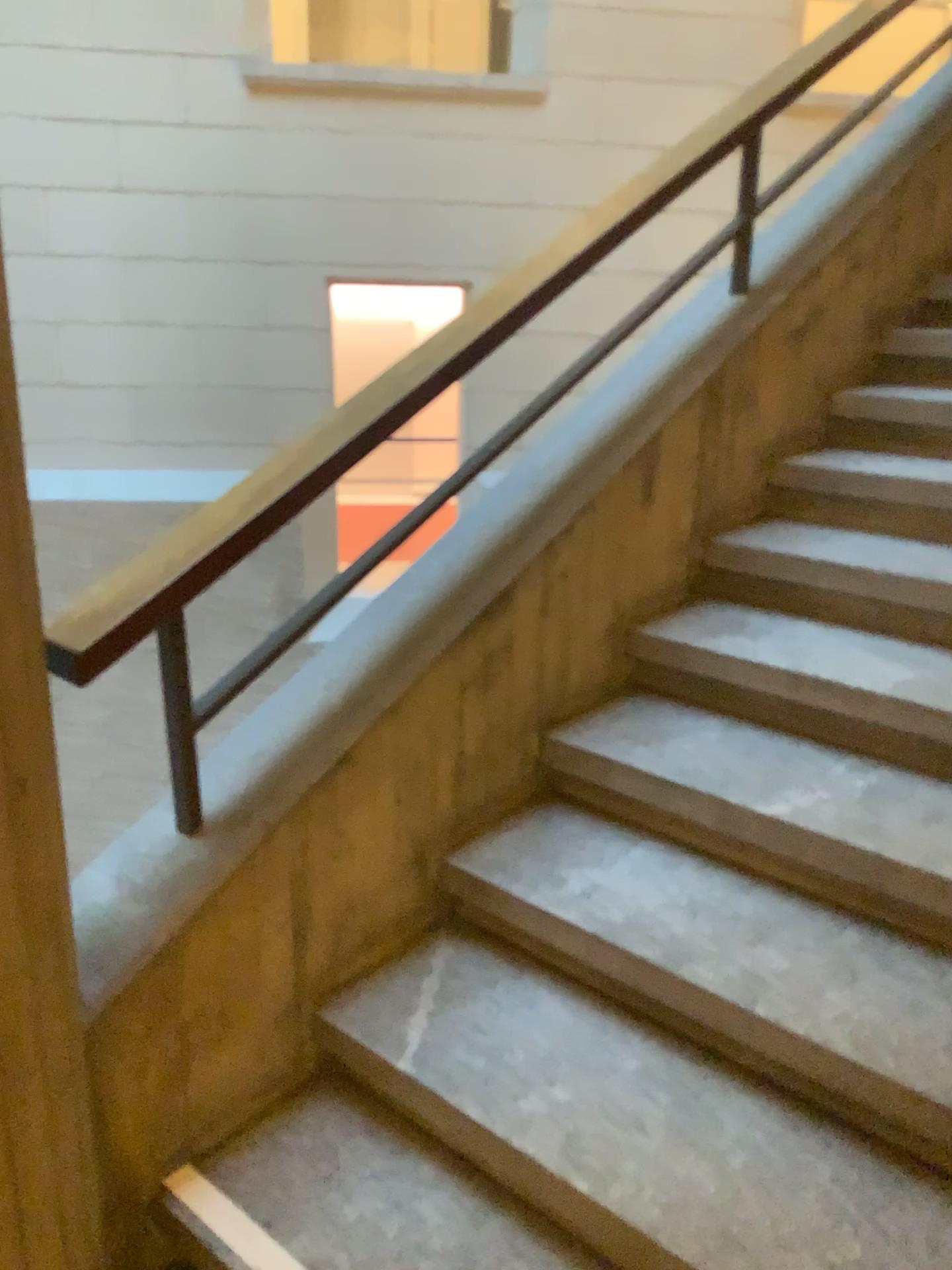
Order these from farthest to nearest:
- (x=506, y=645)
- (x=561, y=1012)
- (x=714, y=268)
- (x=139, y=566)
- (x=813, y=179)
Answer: (x=813, y=179) → (x=714, y=268) → (x=506, y=645) → (x=561, y=1012) → (x=139, y=566)

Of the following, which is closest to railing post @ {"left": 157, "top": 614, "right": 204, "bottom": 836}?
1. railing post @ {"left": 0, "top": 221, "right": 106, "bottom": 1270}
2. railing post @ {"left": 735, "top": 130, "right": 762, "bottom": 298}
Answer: railing post @ {"left": 0, "top": 221, "right": 106, "bottom": 1270}

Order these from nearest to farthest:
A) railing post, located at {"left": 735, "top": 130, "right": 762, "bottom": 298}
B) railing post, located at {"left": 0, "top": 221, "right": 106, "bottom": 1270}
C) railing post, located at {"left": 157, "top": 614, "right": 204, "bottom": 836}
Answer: railing post, located at {"left": 0, "top": 221, "right": 106, "bottom": 1270}, railing post, located at {"left": 157, "top": 614, "right": 204, "bottom": 836}, railing post, located at {"left": 735, "top": 130, "right": 762, "bottom": 298}

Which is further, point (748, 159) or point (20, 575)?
point (748, 159)

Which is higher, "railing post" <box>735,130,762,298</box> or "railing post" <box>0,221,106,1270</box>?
"railing post" <box>735,130,762,298</box>

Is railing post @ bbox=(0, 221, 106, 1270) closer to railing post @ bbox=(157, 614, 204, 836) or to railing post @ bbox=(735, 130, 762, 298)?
railing post @ bbox=(157, 614, 204, 836)

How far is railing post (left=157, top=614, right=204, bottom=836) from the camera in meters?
1.5

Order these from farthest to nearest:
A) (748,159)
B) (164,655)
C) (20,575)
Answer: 1. (748,159)
2. (164,655)
3. (20,575)

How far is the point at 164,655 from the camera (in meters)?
1.50

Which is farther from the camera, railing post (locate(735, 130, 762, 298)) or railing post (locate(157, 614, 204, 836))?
railing post (locate(735, 130, 762, 298))
